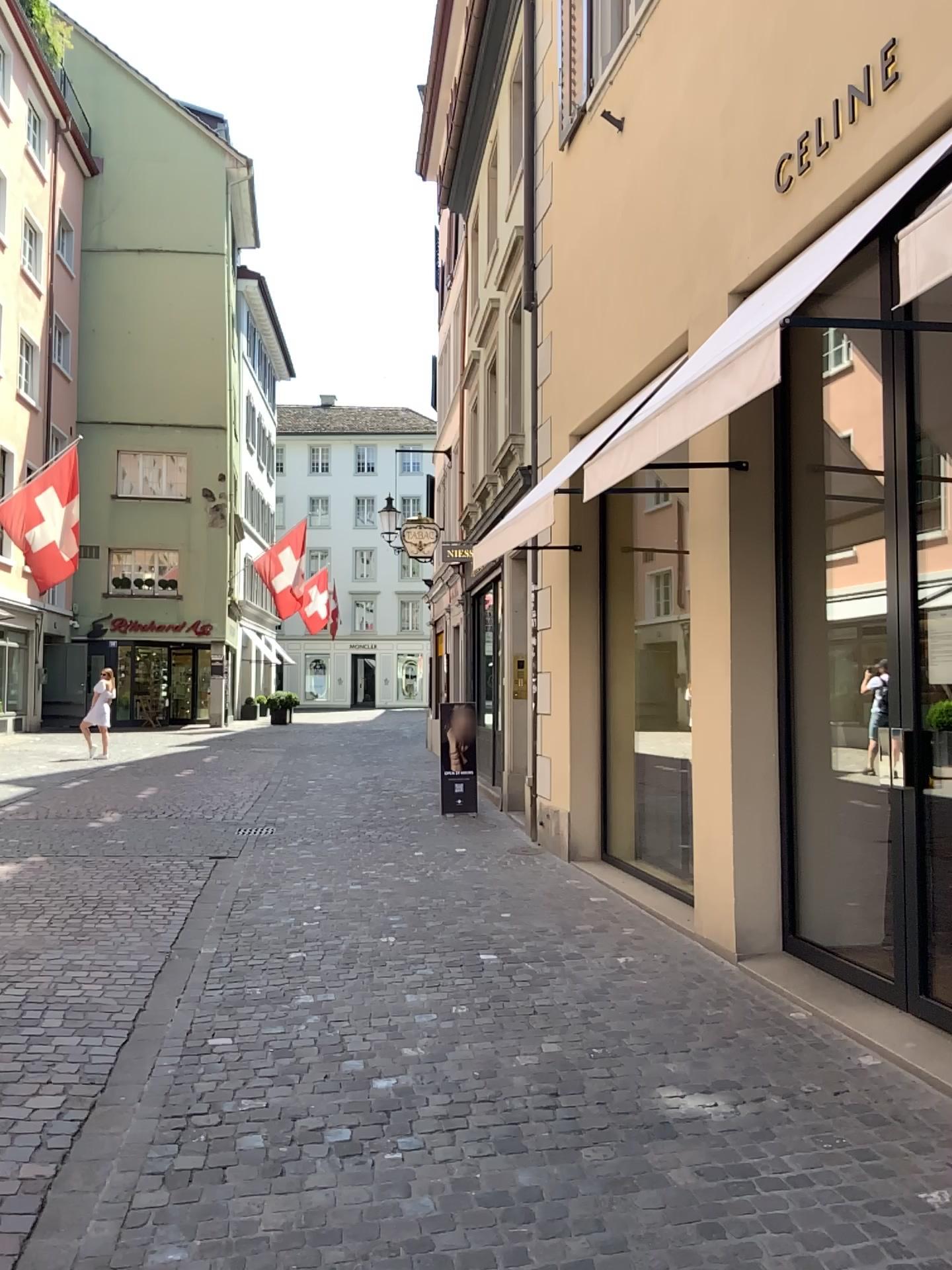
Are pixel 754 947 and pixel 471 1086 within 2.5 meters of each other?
yes
